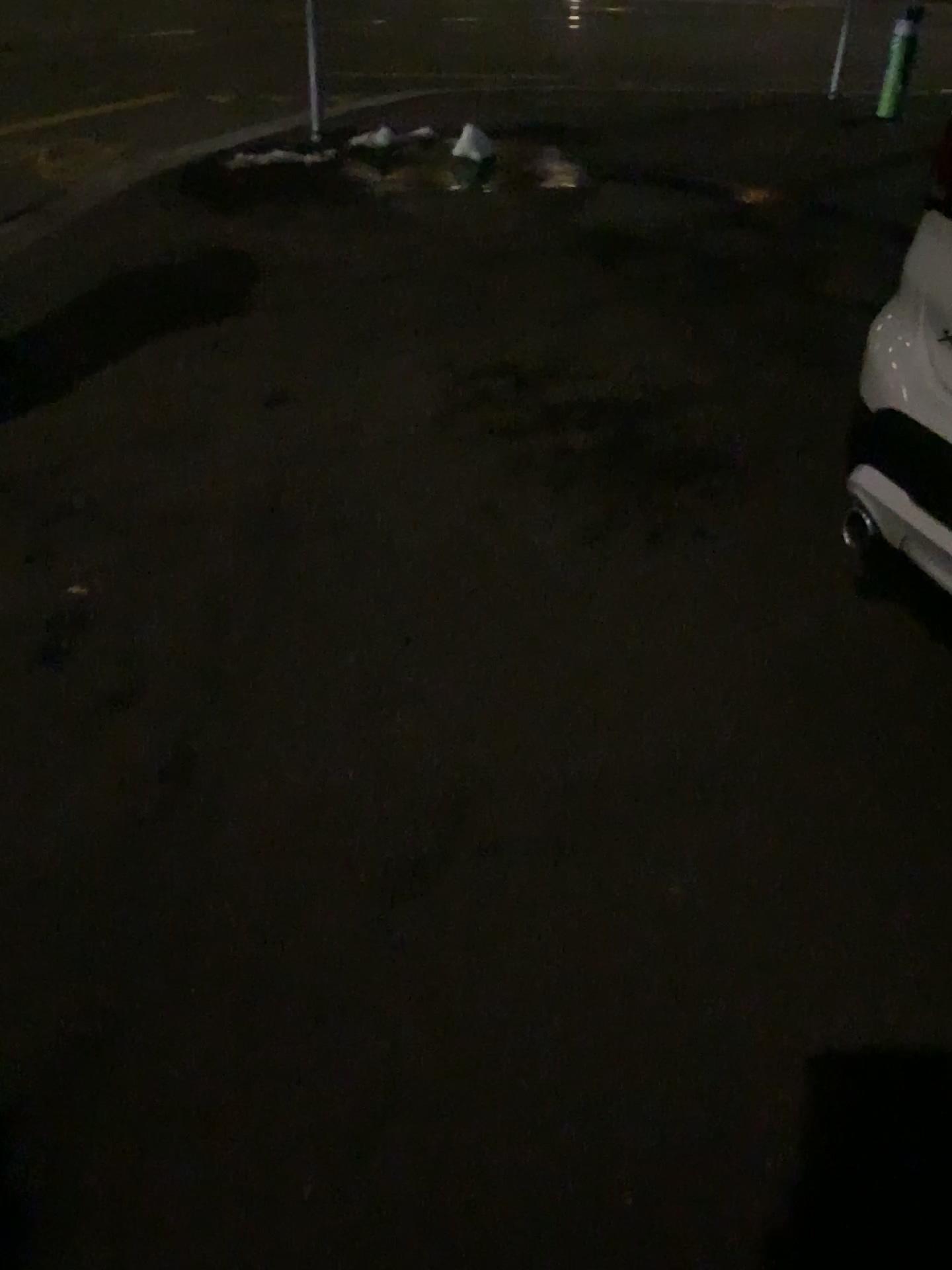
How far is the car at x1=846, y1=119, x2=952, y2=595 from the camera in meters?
2.0

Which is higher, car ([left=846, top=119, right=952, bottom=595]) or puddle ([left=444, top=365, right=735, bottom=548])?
car ([left=846, top=119, right=952, bottom=595])

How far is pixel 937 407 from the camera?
1.97m

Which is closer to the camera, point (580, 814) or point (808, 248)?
point (580, 814)

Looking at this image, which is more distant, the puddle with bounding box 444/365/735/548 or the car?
the puddle with bounding box 444/365/735/548

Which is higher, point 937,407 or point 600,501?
point 937,407

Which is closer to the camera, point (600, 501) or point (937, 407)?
point (937, 407)
